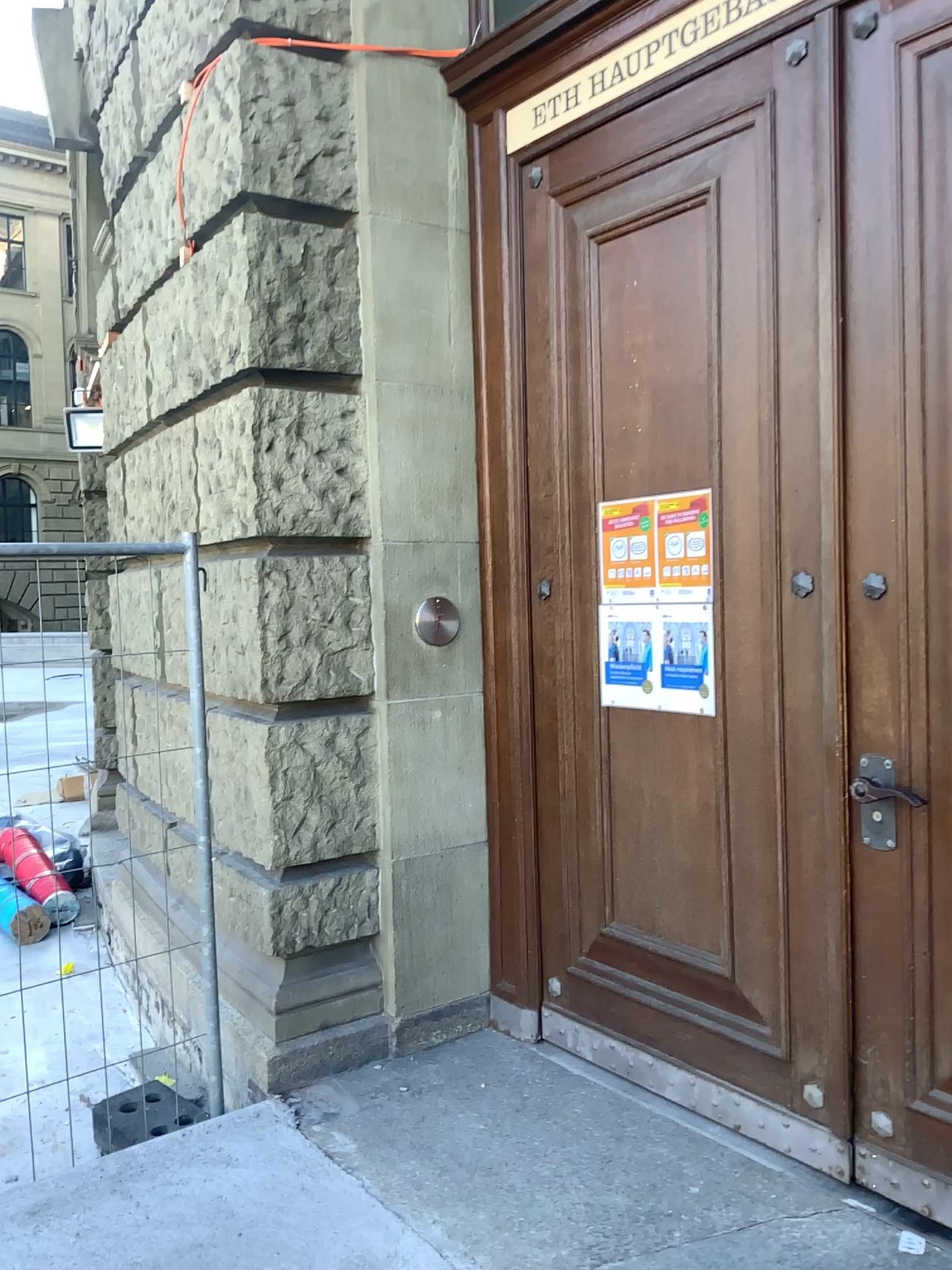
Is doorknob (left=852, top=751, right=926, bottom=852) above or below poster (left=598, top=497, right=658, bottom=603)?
below

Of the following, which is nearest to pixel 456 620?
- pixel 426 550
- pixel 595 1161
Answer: pixel 426 550

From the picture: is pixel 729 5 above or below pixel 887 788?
above

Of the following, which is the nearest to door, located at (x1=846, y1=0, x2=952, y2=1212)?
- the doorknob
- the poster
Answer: the doorknob

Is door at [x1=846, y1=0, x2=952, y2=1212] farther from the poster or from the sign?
the poster

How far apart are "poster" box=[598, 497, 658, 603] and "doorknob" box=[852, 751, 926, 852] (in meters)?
0.81

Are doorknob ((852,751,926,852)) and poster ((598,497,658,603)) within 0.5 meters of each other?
no

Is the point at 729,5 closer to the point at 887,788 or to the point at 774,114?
the point at 774,114

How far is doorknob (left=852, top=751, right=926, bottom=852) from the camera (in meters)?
2.43

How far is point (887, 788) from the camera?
2.4 meters
